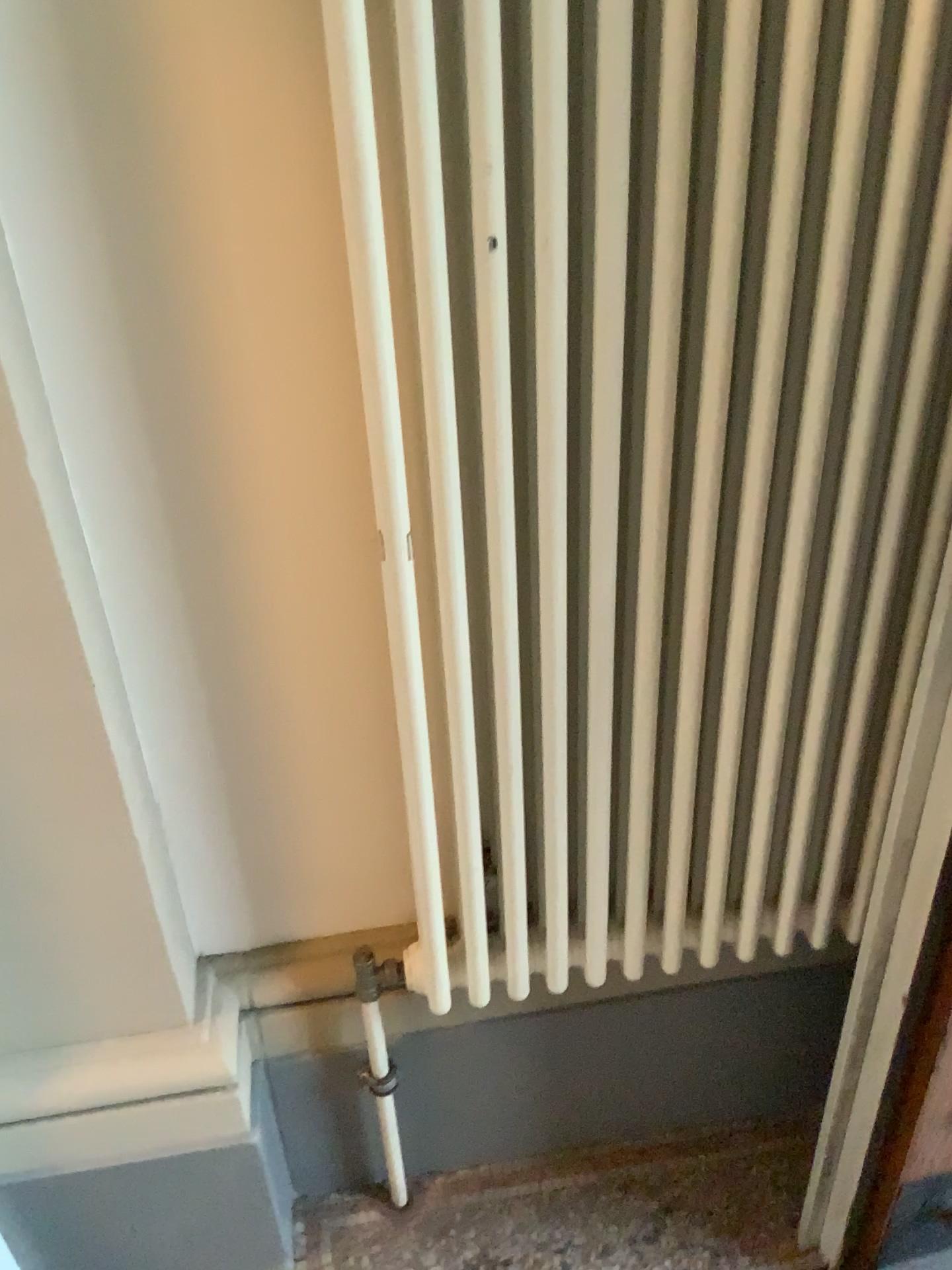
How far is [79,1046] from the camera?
1.2m

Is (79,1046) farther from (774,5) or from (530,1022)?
(774,5)

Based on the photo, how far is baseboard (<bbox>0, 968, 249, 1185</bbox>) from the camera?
1.2 meters

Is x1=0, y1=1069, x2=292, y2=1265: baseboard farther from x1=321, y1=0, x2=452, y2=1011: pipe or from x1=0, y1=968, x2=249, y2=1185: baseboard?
x1=321, y1=0, x2=452, y2=1011: pipe

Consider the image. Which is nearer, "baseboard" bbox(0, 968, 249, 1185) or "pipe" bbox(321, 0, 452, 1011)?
"pipe" bbox(321, 0, 452, 1011)

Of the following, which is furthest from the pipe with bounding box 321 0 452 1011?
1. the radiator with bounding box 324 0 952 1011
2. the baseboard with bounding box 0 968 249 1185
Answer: the baseboard with bounding box 0 968 249 1185

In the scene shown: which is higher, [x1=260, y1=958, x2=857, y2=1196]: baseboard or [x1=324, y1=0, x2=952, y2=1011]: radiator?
[x1=324, y1=0, x2=952, y2=1011]: radiator

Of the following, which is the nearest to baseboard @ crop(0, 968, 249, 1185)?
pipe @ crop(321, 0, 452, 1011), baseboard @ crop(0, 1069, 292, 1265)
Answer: baseboard @ crop(0, 1069, 292, 1265)

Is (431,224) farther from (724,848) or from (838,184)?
(724,848)

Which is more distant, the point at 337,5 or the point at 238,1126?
the point at 238,1126
